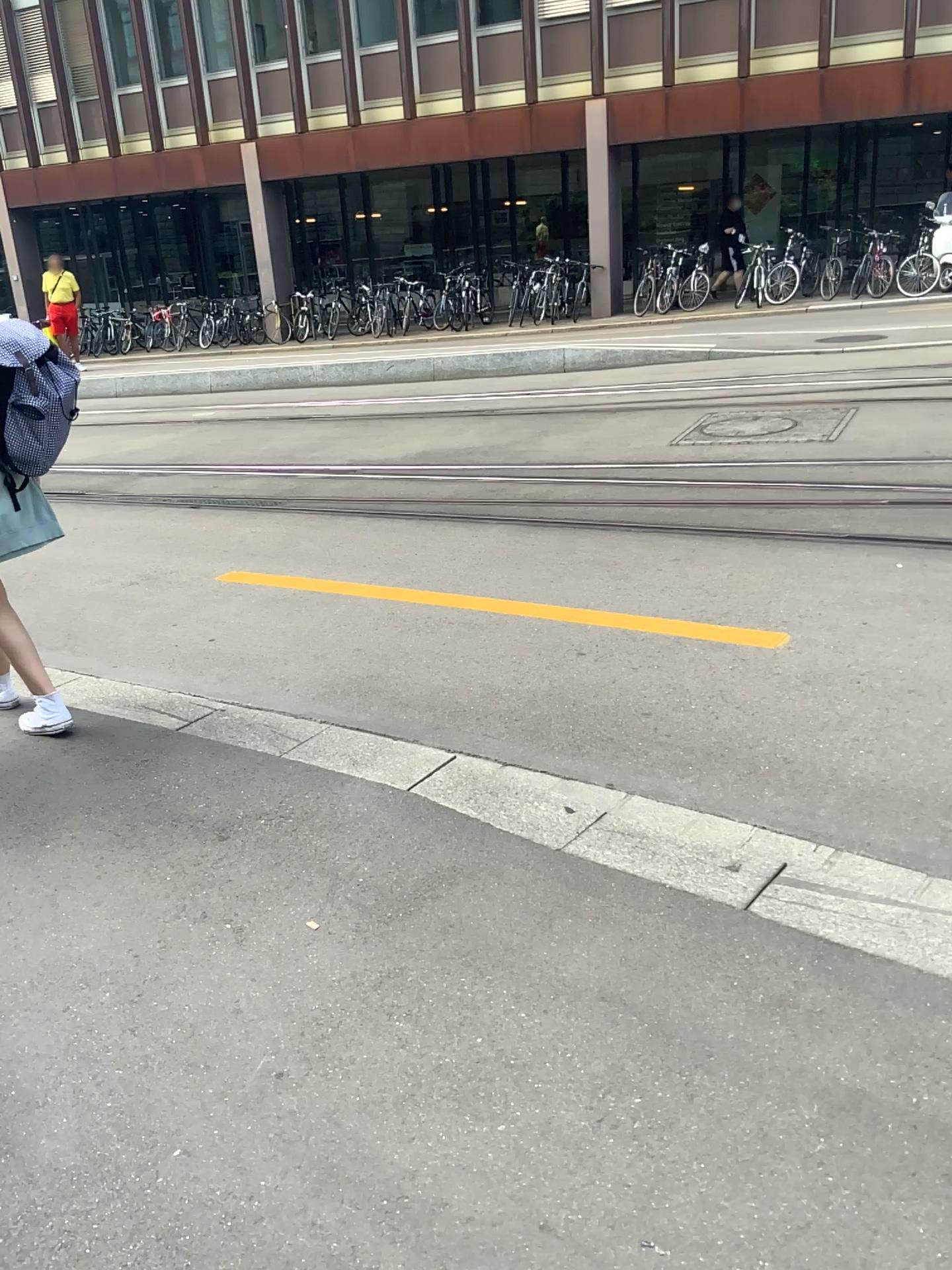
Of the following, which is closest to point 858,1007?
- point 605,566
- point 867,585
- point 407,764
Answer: point 407,764
